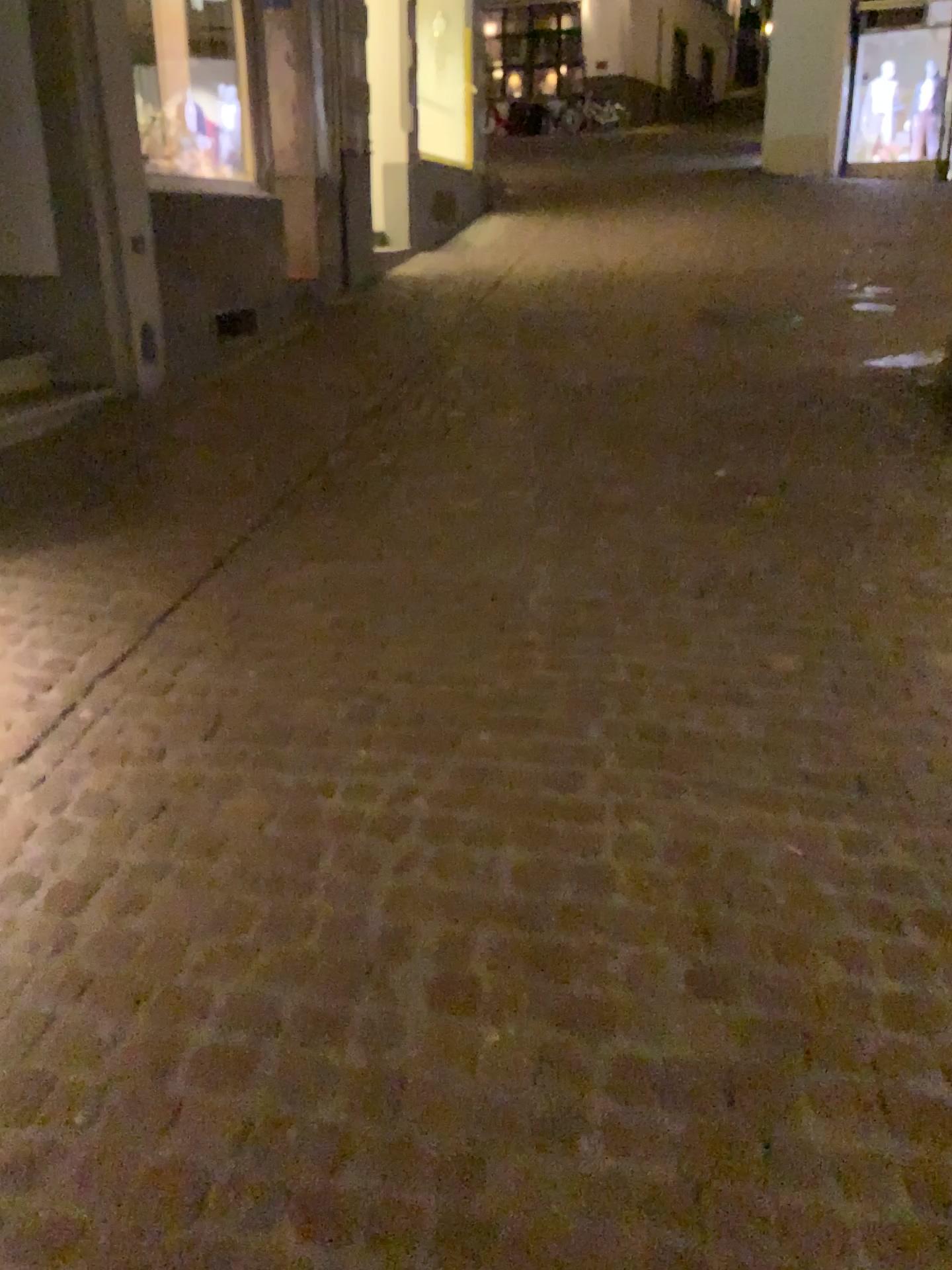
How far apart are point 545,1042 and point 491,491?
2.6 meters
